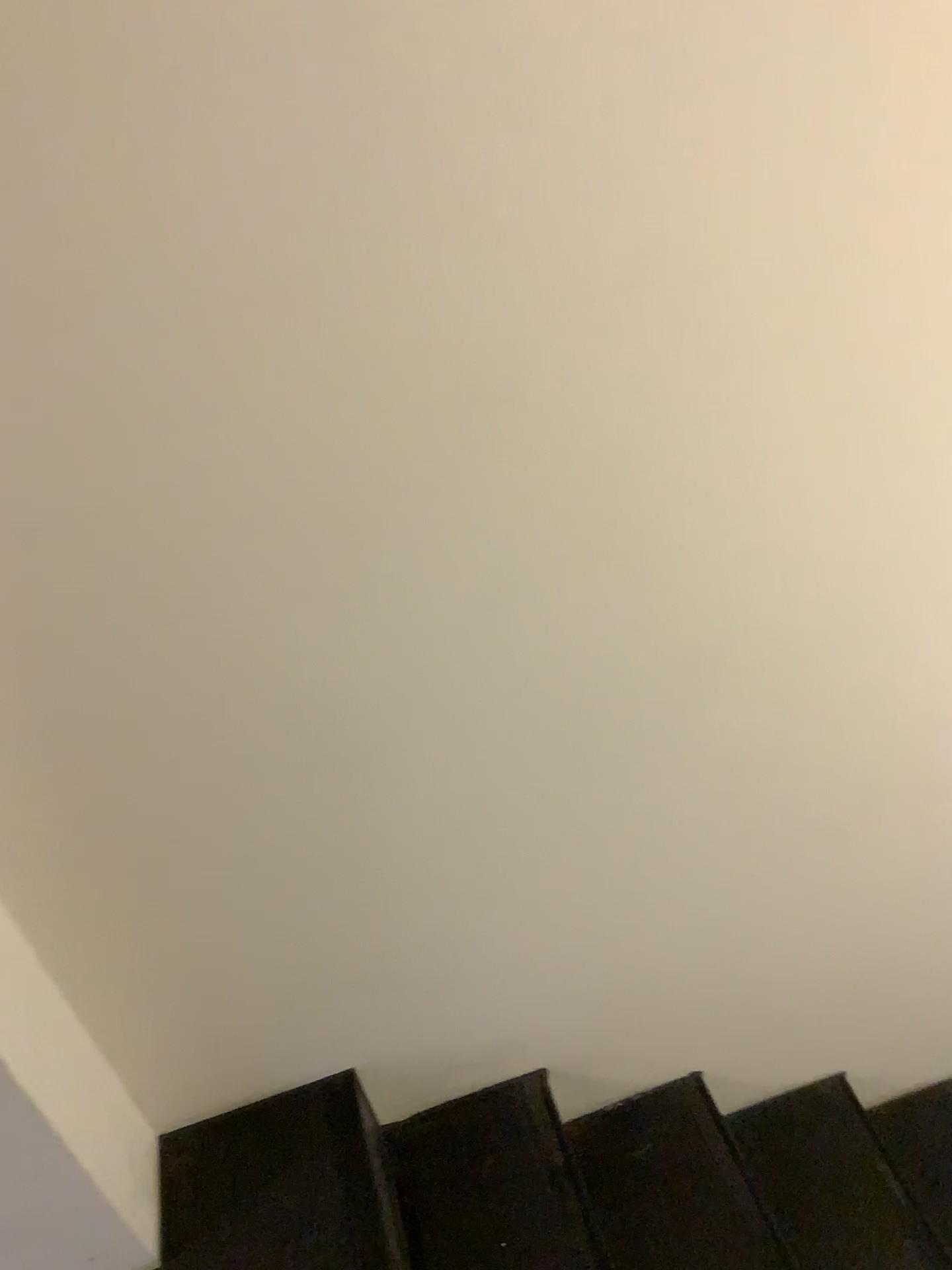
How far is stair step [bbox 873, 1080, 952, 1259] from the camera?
1.85m

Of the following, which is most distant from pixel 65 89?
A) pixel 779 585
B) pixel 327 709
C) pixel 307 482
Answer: pixel 779 585

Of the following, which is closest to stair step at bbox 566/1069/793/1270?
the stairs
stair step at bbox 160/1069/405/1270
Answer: the stairs

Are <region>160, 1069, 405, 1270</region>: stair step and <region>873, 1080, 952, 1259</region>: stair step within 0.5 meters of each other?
no

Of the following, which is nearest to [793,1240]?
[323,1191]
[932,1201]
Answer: [932,1201]

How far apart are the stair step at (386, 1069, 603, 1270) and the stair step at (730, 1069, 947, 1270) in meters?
0.4 m

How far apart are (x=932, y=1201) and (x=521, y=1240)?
0.8 meters

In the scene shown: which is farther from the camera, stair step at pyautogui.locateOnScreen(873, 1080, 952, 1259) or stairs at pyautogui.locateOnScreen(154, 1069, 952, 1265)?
stair step at pyautogui.locateOnScreen(873, 1080, 952, 1259)

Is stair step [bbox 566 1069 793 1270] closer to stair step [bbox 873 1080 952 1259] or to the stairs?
the stairs

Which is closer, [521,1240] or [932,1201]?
[521,1240]
